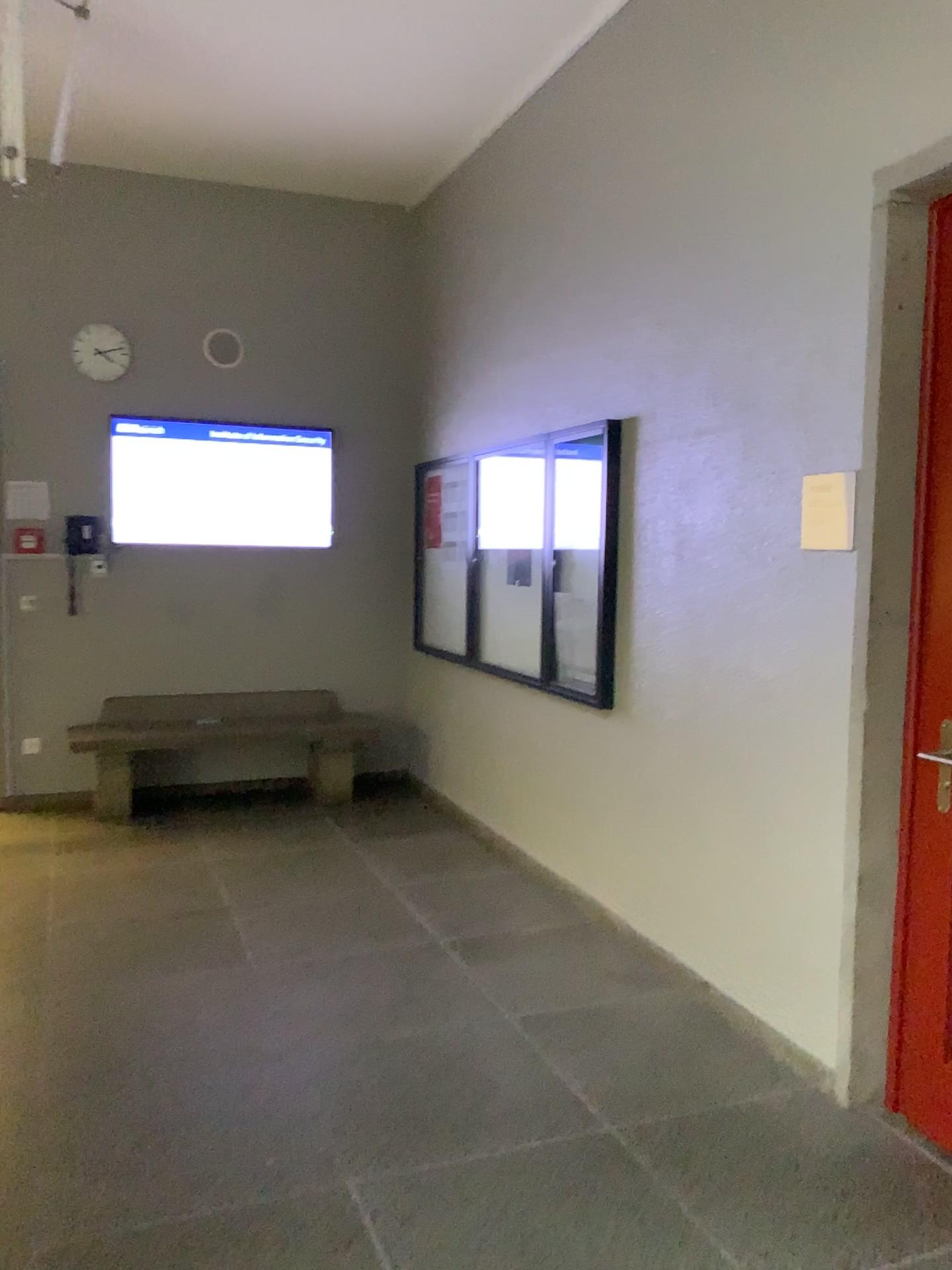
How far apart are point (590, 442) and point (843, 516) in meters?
1.6

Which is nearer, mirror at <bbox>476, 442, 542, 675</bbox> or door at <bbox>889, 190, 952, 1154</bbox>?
door at <bbox>889, 190, 952, 1154</bbox>

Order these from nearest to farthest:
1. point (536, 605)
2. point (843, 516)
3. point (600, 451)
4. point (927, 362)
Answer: point (927, 362) < point (843, 516) < point (600, 451) < point (536, 605)

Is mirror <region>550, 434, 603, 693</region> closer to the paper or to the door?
the paper

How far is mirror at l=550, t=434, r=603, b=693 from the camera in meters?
4.2

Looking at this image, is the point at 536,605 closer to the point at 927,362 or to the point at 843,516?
the point at 843,516

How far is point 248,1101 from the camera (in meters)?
2.81

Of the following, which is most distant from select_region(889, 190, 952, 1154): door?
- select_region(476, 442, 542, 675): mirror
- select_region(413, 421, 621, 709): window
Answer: select_region(476, 442, 542, 675): mirror

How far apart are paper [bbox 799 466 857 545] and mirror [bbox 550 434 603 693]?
1.25m

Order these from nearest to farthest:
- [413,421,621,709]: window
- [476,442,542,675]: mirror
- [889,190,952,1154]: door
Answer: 1. [889,190,952,1154]: door
2. [413,421,621,709]: window
3. [476,442,542,675]: mirror
